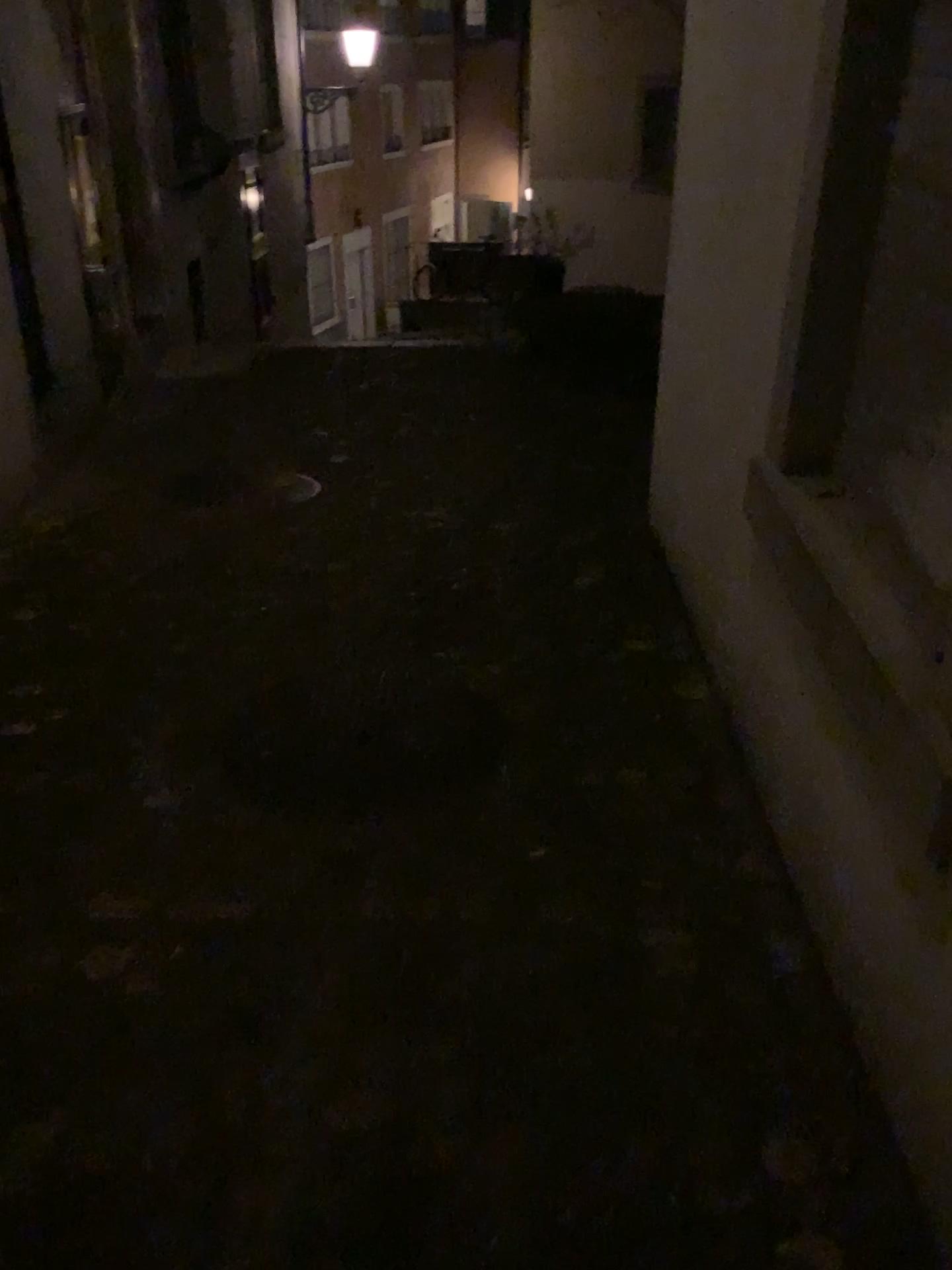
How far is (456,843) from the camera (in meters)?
2.23

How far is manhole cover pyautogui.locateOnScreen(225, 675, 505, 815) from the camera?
2.43m

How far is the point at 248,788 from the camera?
2.4 meters
